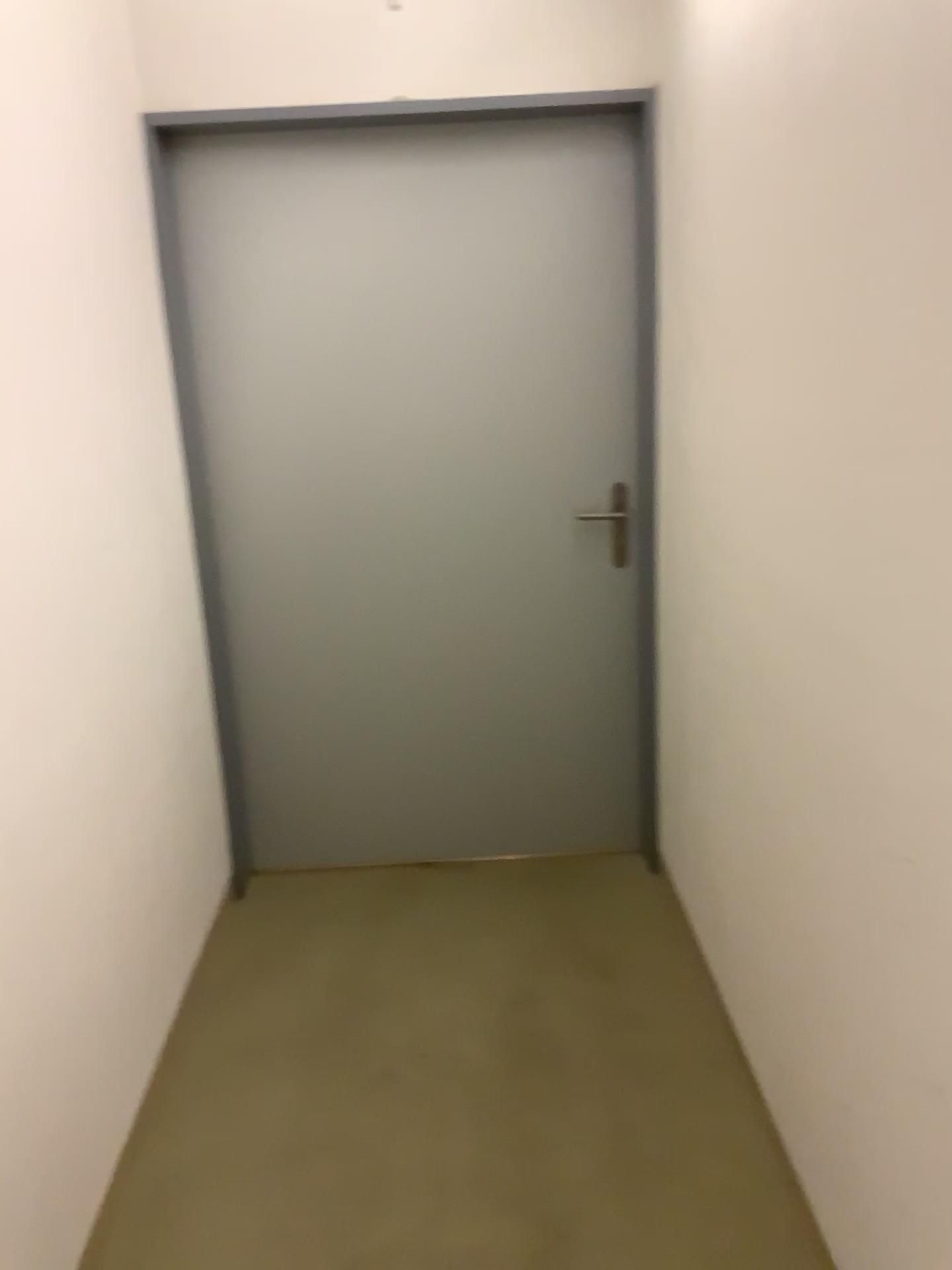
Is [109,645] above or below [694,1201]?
above
